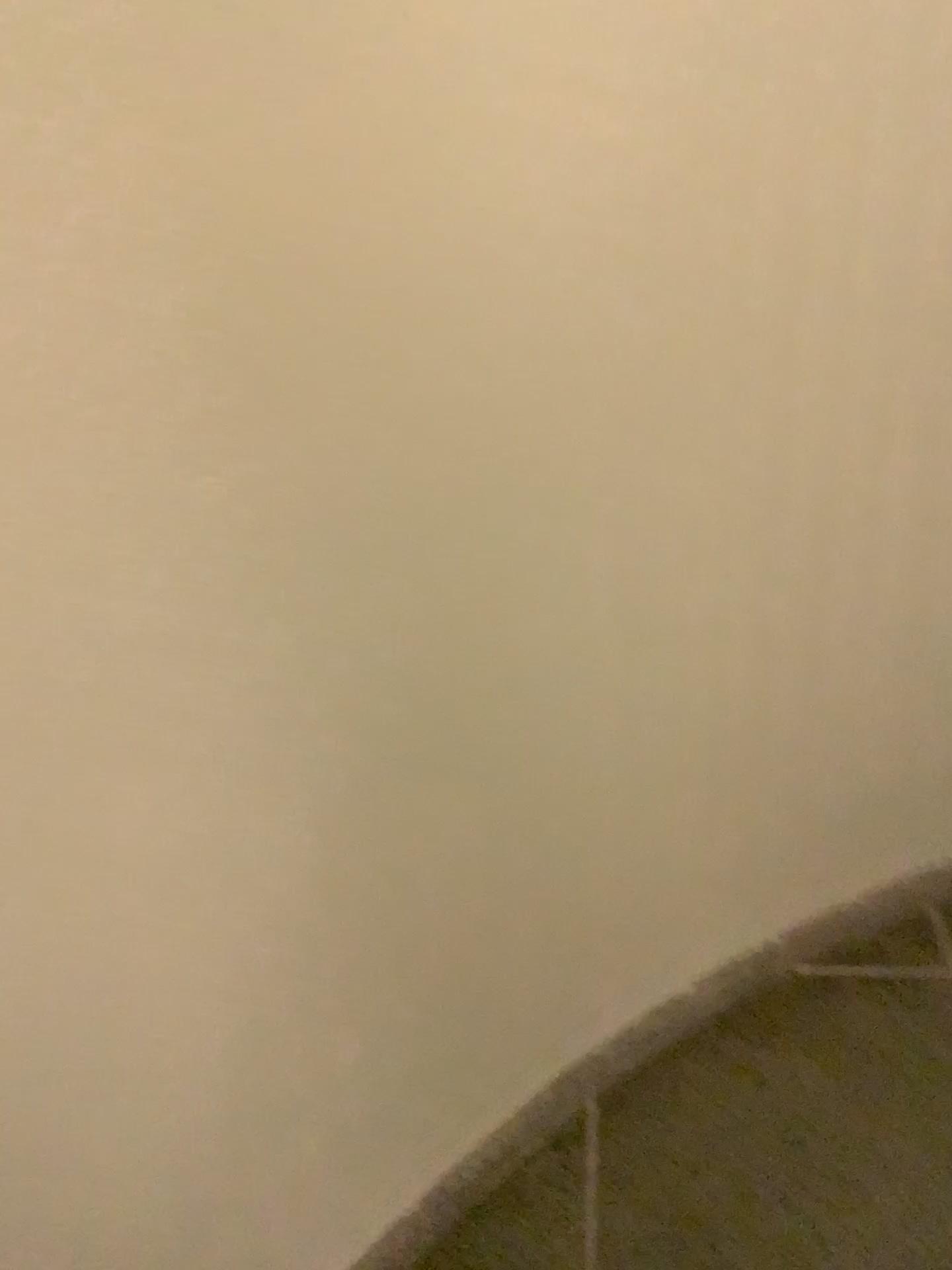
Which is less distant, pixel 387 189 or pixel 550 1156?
pixel 387 189
